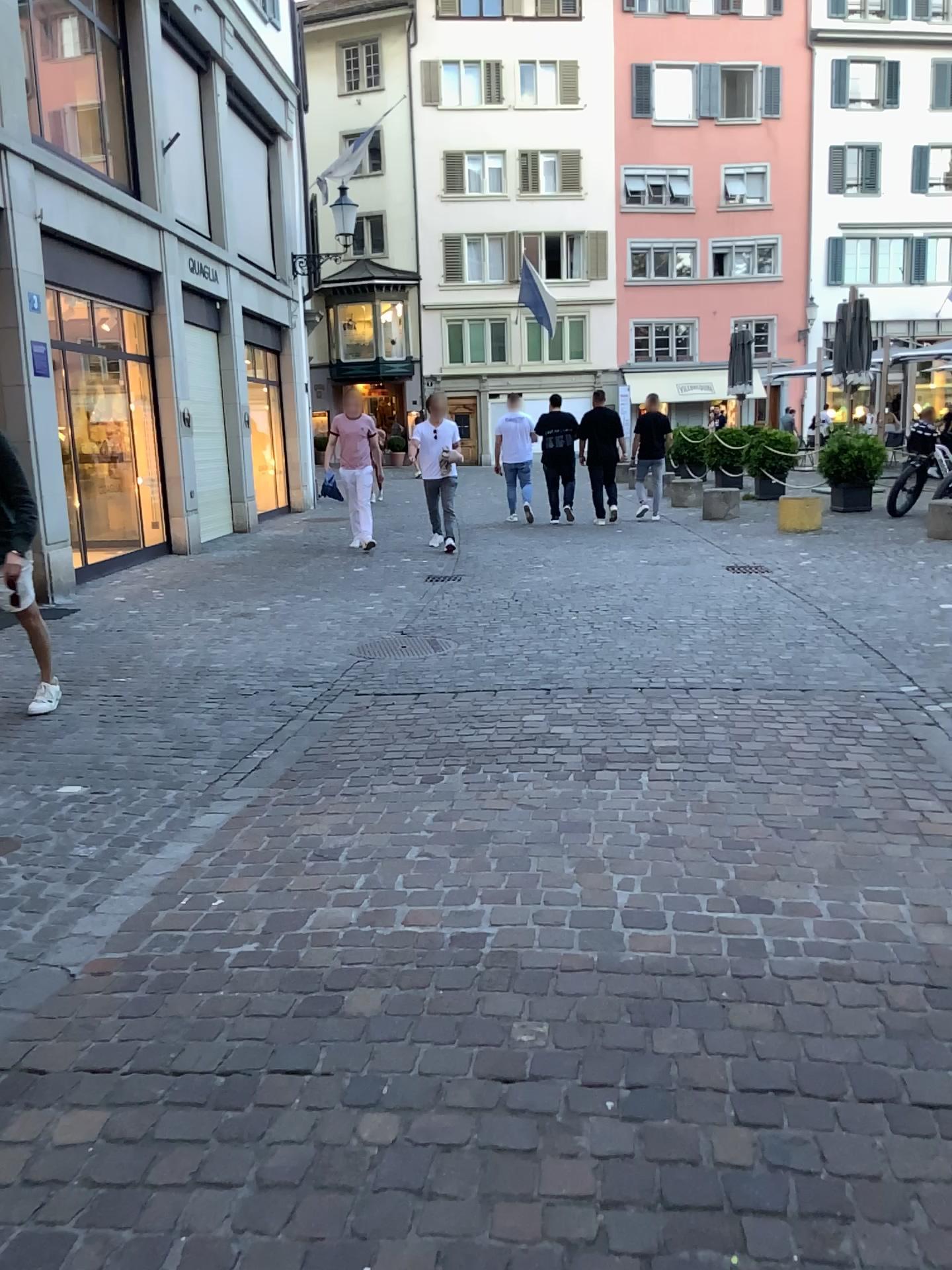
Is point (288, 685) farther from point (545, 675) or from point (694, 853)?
point (694, 853)
